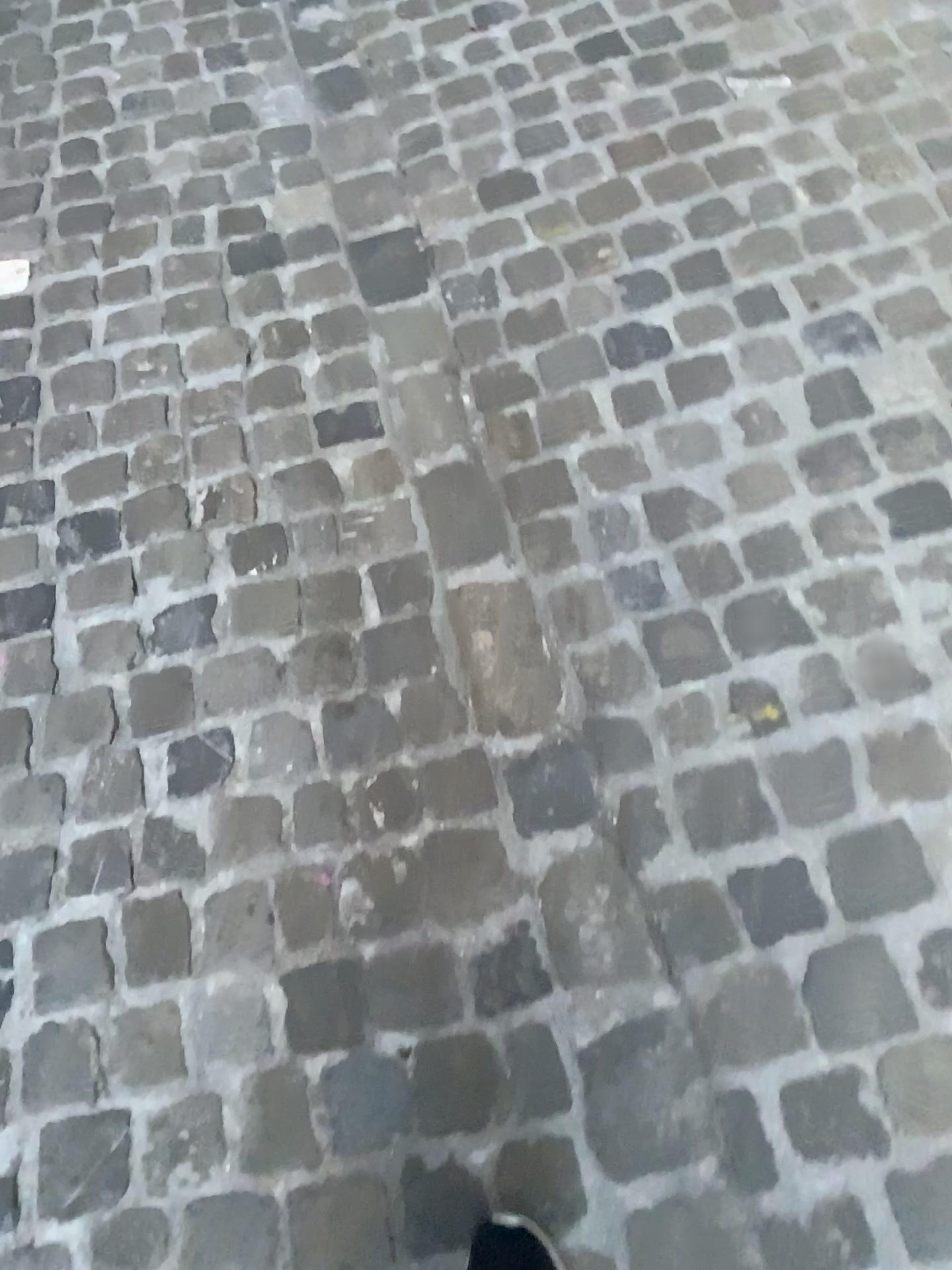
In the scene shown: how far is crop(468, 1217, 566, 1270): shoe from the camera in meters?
1.0 m

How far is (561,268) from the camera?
1.70m

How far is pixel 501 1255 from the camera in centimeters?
98cm
